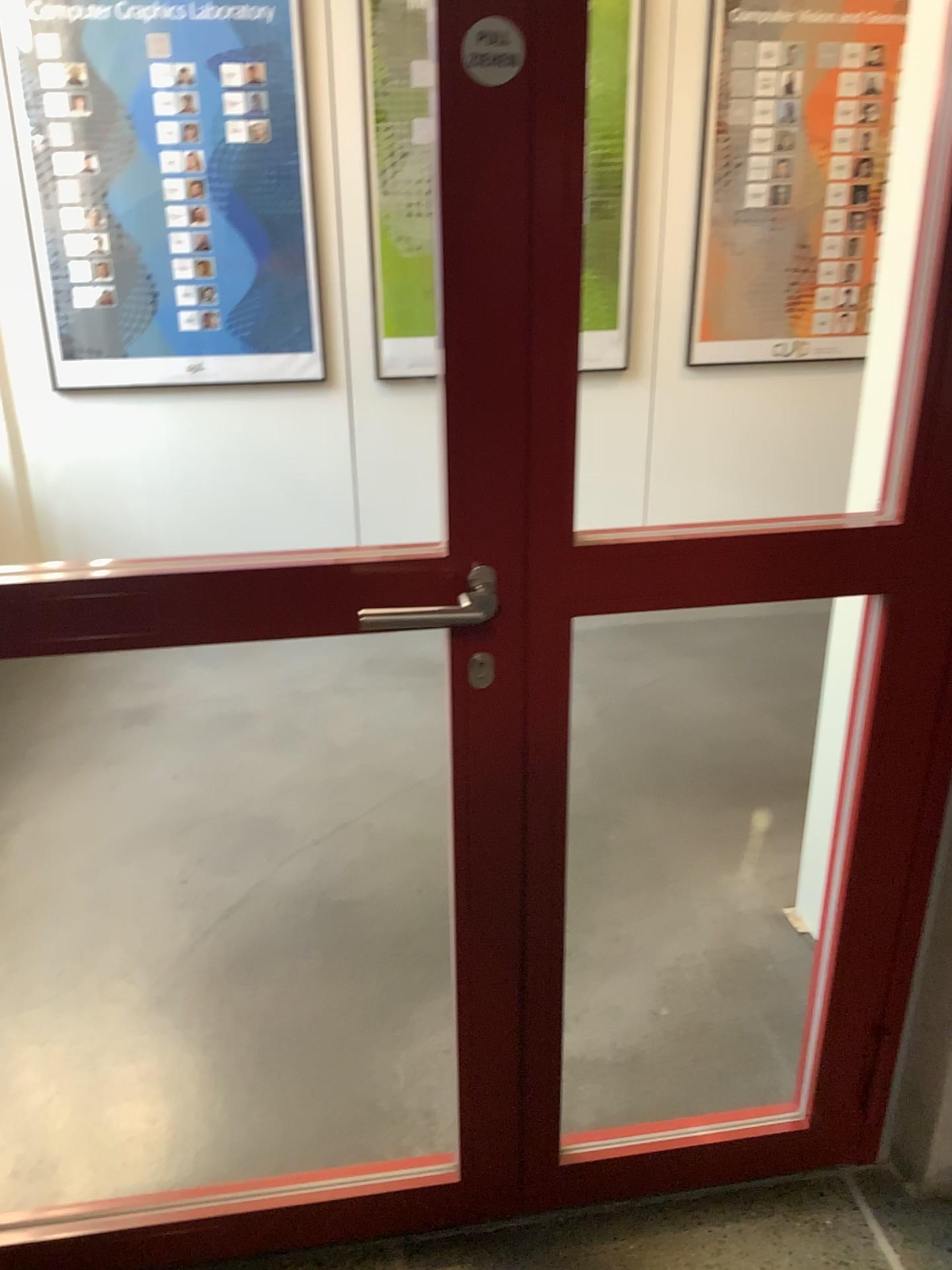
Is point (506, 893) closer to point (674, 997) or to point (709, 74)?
point (674, 997)

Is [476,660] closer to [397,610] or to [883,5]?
[397,610]

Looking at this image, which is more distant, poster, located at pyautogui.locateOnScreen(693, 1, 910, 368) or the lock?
poster, located at pyautogui.locateOnScreen(693, 1, 910, 368)

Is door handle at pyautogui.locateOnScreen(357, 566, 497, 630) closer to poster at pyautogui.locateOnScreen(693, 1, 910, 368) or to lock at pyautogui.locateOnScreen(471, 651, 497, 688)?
lock at pyautogui.locateOnScreen(471, 651, 497, 688)

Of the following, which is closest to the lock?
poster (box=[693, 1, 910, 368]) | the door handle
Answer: the door handle

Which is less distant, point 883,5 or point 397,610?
point 397,610

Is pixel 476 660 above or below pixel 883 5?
below

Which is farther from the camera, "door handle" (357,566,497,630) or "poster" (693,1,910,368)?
"poster" (693,1,910,368)
